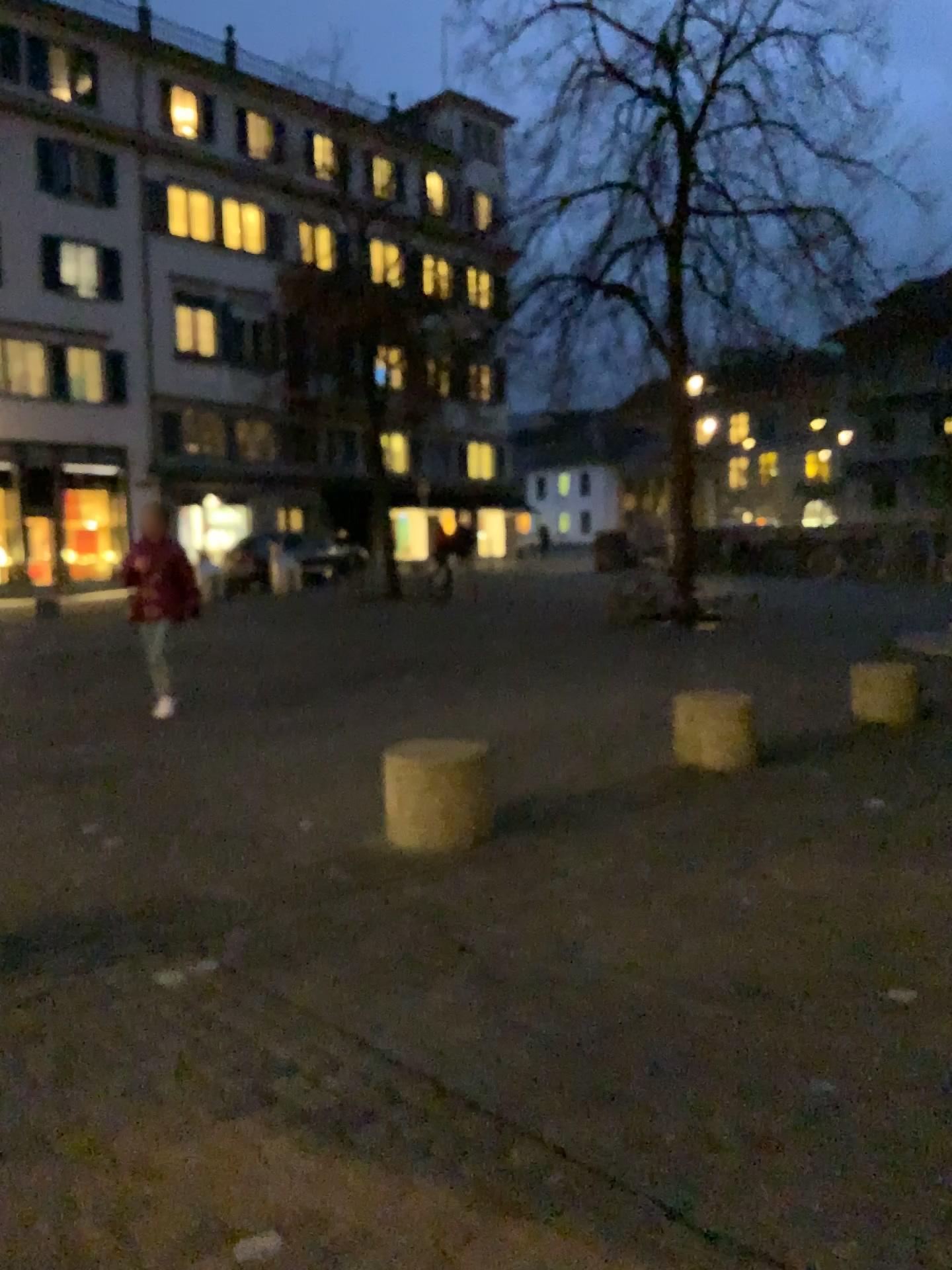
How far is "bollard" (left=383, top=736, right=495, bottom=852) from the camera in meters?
4.7

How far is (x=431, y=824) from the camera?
4.7 meters

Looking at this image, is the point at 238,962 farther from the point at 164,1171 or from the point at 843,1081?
the point at 843,1081
